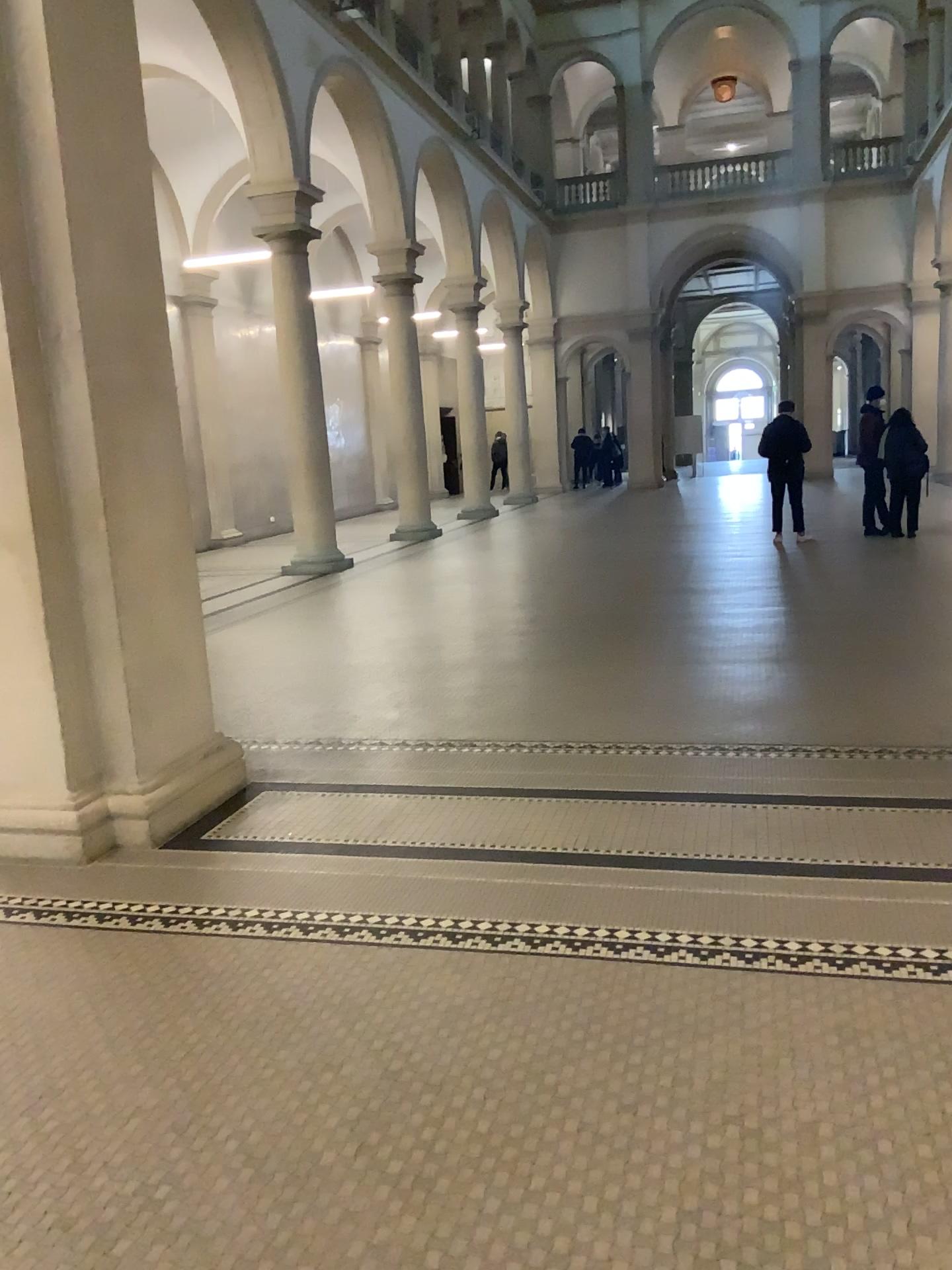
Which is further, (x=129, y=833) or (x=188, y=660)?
(x=188, y=660)
